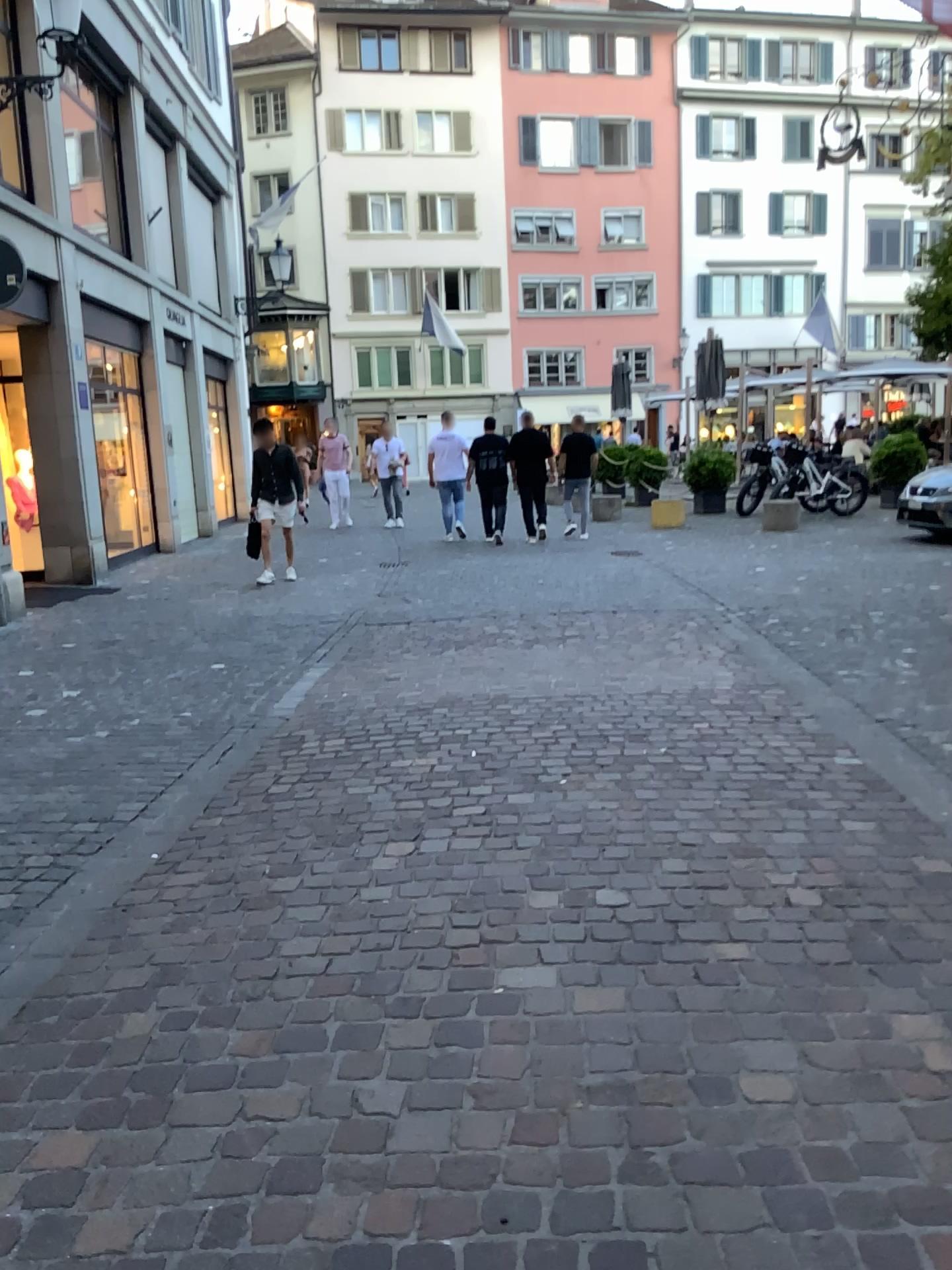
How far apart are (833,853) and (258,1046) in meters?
1.8
